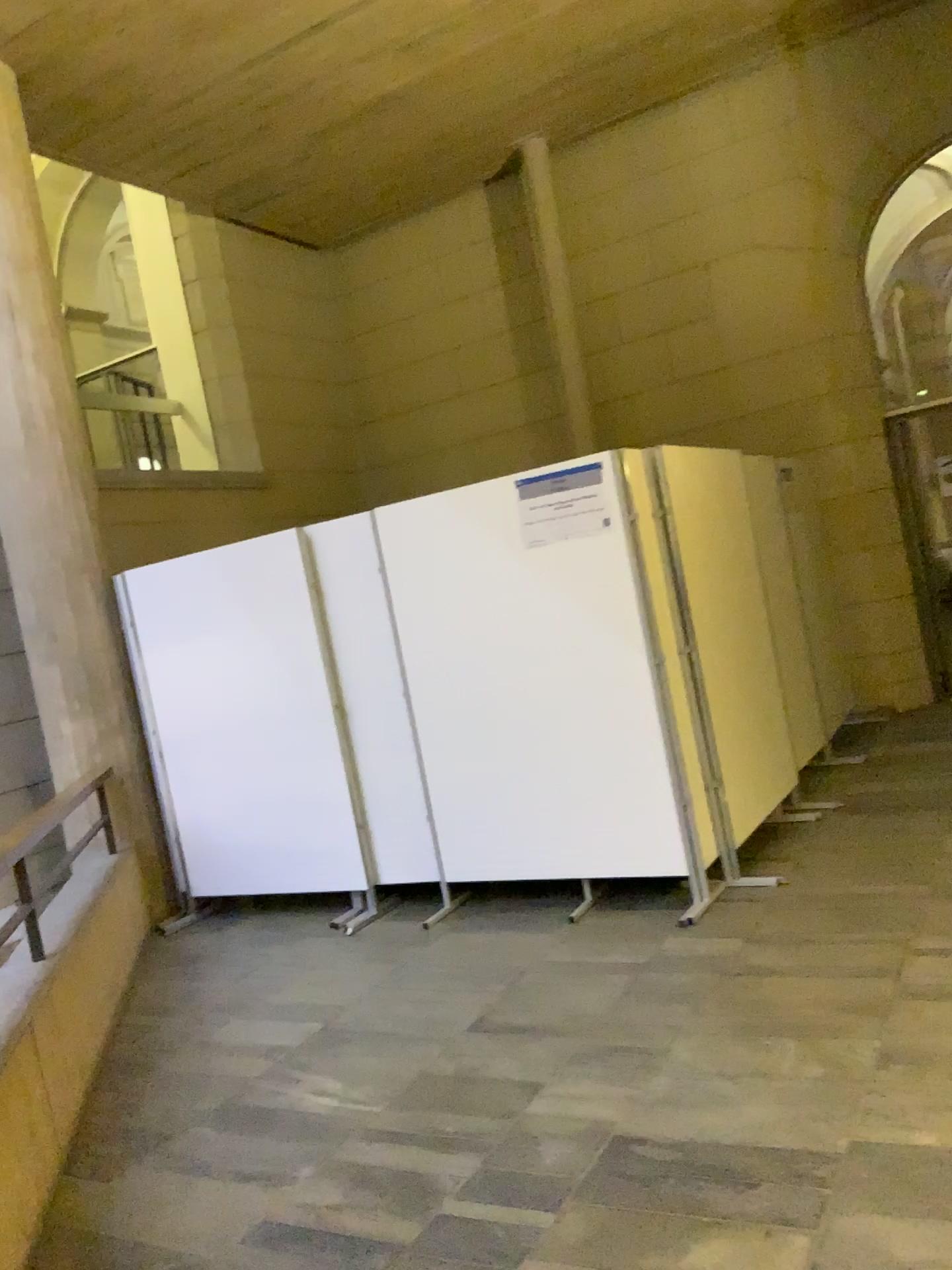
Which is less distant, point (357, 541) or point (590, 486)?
point (590, 486)

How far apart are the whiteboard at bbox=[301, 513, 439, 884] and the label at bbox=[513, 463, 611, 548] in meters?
0.8 m

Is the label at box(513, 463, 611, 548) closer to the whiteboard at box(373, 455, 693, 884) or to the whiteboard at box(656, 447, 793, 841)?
the whiteboard at box(373, 455, 693, 884)

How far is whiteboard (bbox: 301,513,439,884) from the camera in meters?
5.0

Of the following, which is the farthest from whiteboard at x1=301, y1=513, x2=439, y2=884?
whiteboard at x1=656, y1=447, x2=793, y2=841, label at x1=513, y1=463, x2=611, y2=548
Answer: whiteboard at x1=656, y1=447, x2=793, y2=841

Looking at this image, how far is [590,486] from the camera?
4.44m

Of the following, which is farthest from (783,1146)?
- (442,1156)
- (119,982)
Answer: (119,982)

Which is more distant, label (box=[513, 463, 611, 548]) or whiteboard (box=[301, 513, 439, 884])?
whiteboard (box=[301, 513, 439, 884])

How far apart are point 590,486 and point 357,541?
1.2m

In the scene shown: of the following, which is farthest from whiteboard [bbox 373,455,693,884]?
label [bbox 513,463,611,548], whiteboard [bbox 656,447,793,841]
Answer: whiteboard [bbox 656,447,793,841]
